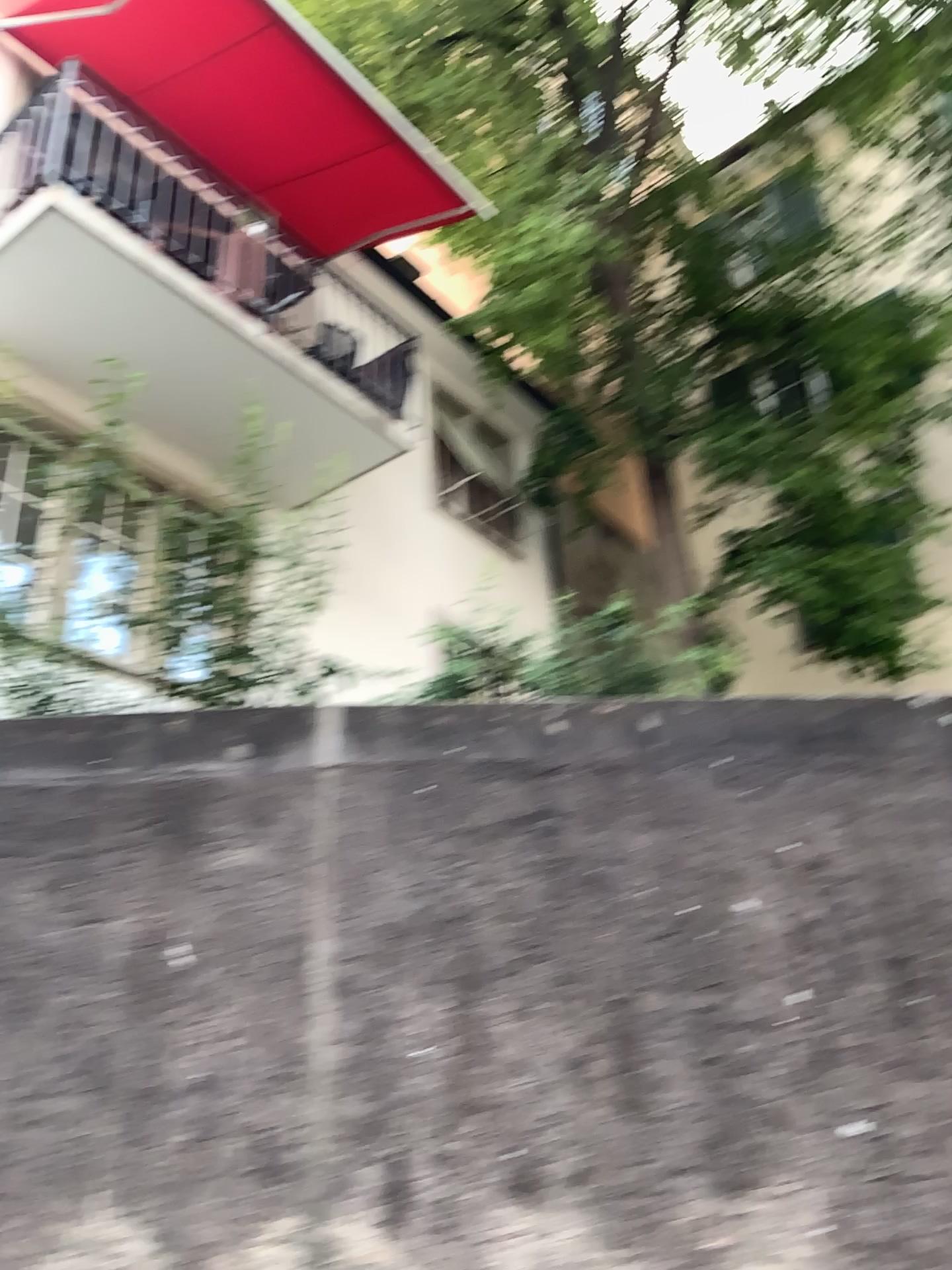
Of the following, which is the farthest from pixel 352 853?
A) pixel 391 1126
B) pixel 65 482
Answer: pixel 65 482
